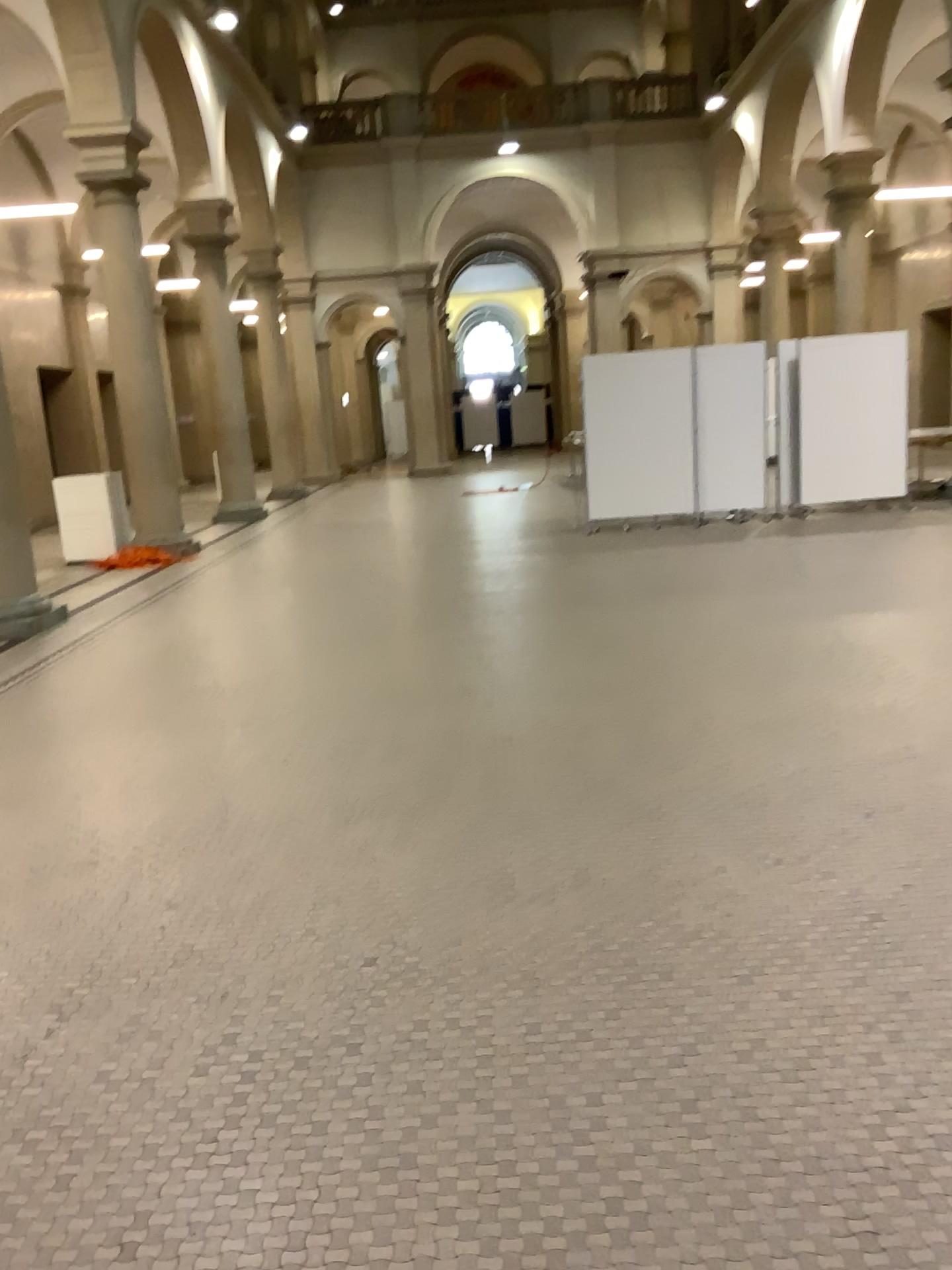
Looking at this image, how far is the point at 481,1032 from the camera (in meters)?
2.54
